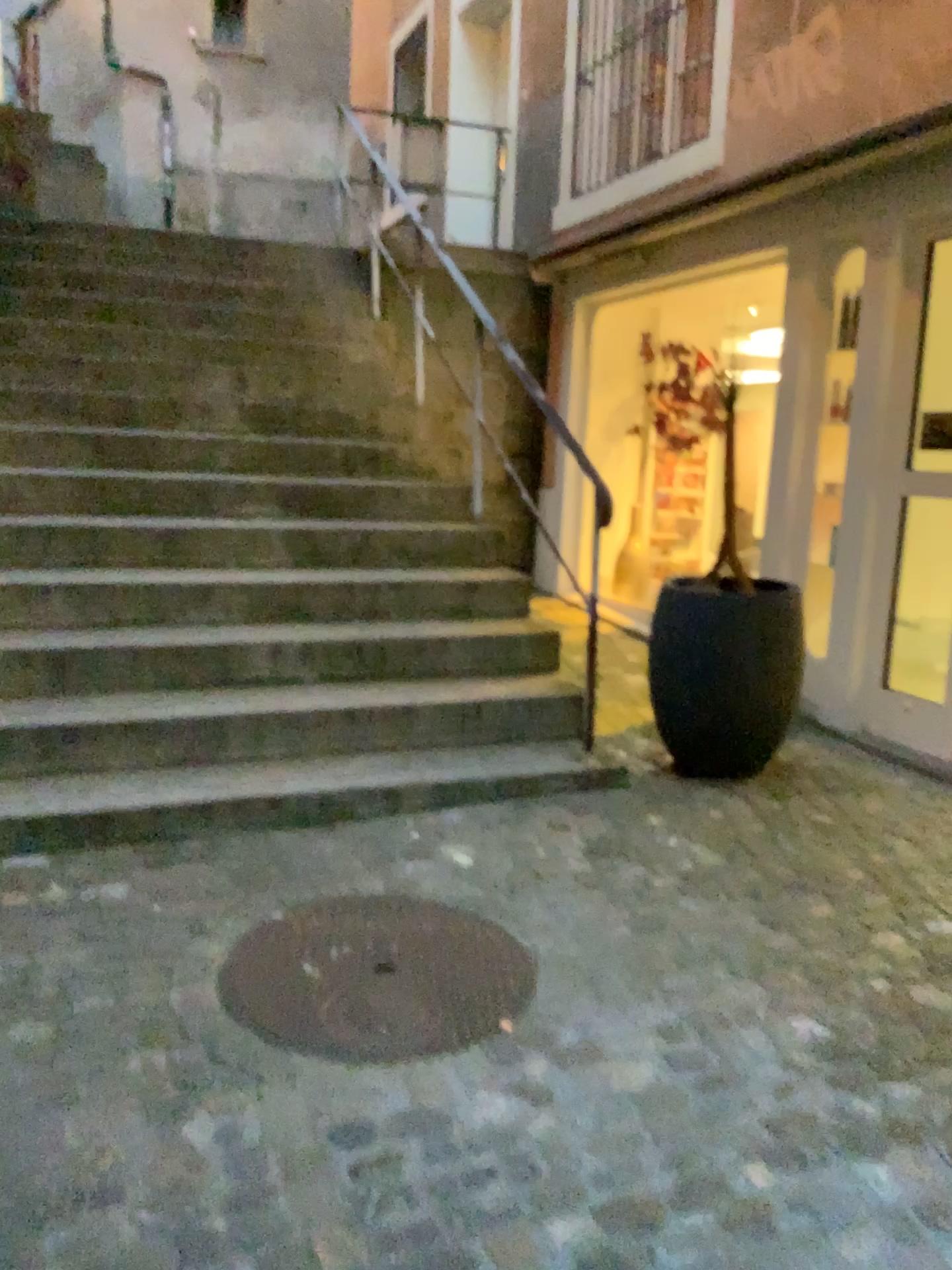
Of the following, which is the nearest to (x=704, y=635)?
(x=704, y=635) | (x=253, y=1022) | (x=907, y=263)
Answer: (x=704, y=635)

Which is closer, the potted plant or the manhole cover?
the manhole cover

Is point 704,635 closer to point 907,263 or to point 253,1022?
point 907,263

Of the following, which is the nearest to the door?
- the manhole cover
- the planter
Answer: the planter

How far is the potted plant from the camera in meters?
3.6

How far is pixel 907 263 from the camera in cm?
397

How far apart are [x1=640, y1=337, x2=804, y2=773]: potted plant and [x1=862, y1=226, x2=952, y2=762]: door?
0.64m

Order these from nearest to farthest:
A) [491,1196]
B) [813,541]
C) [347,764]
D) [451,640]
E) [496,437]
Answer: [491,1196] < [347,764] < [451,640] < [813,541] < [496,437]

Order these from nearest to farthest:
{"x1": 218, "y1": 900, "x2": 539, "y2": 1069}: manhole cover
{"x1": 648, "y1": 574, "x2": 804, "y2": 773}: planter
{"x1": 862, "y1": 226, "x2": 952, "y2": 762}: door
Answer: {"x1": 218, "y1": 900, "x2": 539, "y2": 1069}: manhole cover < {"x1": 648, "y1": 574, "x2": 804, "y2": 773}: planter < {"x1": 862, "y1": 226, "x2": 952, "y2": 762}: door

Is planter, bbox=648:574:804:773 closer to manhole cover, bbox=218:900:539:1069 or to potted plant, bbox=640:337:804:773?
potted plant, bbox=640:337:804:773
